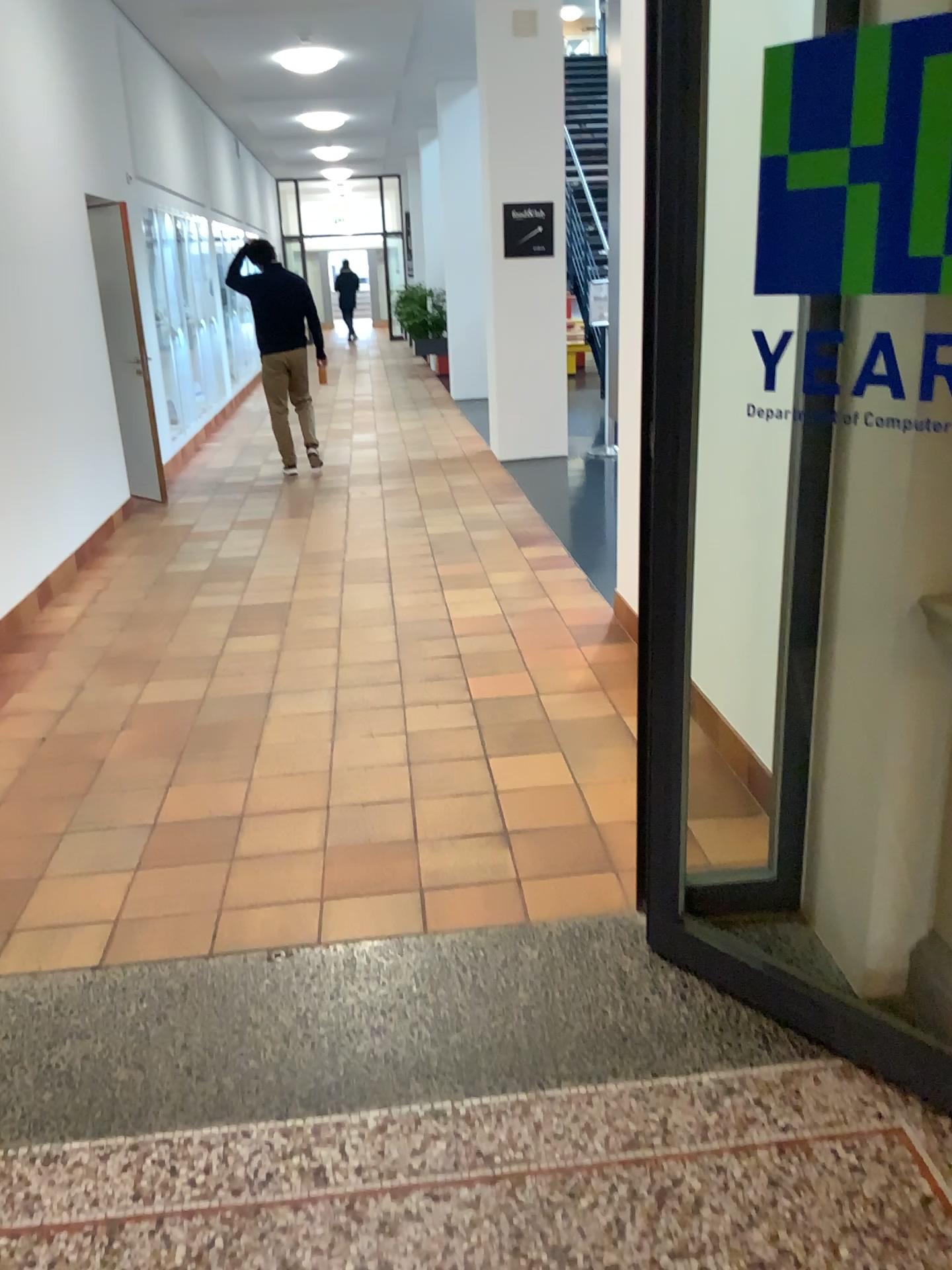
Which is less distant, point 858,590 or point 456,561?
point 858,590
